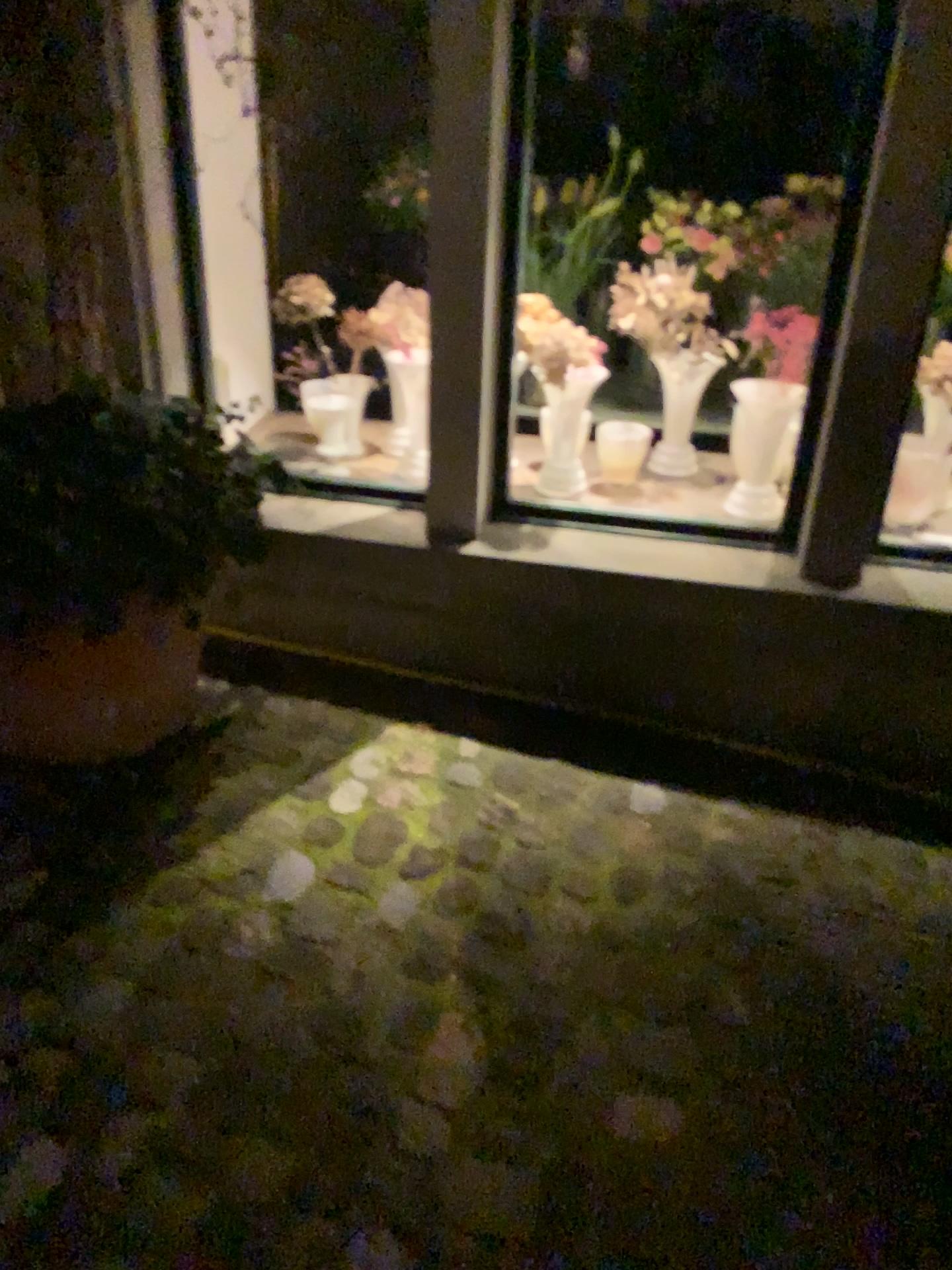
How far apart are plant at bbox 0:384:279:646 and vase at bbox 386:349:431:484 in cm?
68

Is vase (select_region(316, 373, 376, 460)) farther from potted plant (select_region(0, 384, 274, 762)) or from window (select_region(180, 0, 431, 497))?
potted plant (select_region(0, 384, 274, 762))

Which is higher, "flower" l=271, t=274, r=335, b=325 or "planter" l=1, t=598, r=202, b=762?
"flower" l=271, t=274, r=335, b=325

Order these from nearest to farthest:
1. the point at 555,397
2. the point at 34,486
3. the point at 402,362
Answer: the point at 34,486
the point at 555,397
the point at 402,362

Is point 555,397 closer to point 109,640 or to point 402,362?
point 402,362

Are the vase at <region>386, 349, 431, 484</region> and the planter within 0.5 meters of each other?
no

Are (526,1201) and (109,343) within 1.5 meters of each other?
no

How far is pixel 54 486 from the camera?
1.8 meters

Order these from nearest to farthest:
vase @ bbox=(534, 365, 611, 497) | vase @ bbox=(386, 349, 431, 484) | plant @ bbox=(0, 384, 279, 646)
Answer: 1. plant @ bbox=(0, 384, 279, 646)
2. vase @ bbox=(534, 365, 611, 497)
3. vase @ bbox=(386, 349, 431, 484)

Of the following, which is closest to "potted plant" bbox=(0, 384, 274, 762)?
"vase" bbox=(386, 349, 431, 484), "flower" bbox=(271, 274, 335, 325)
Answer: "flower" bbox=(271, 274, 335, 325)
